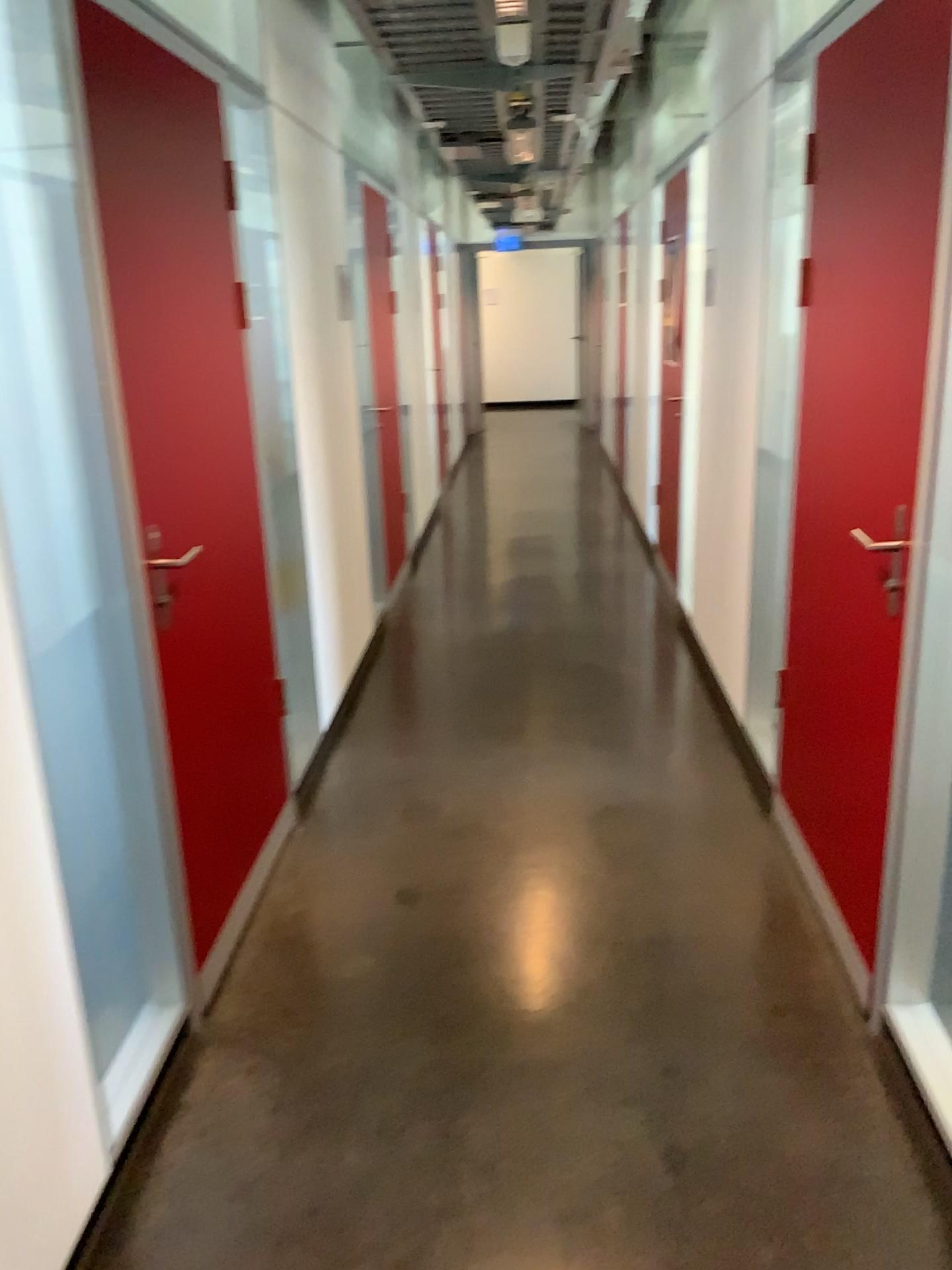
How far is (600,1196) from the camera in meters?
1.9
